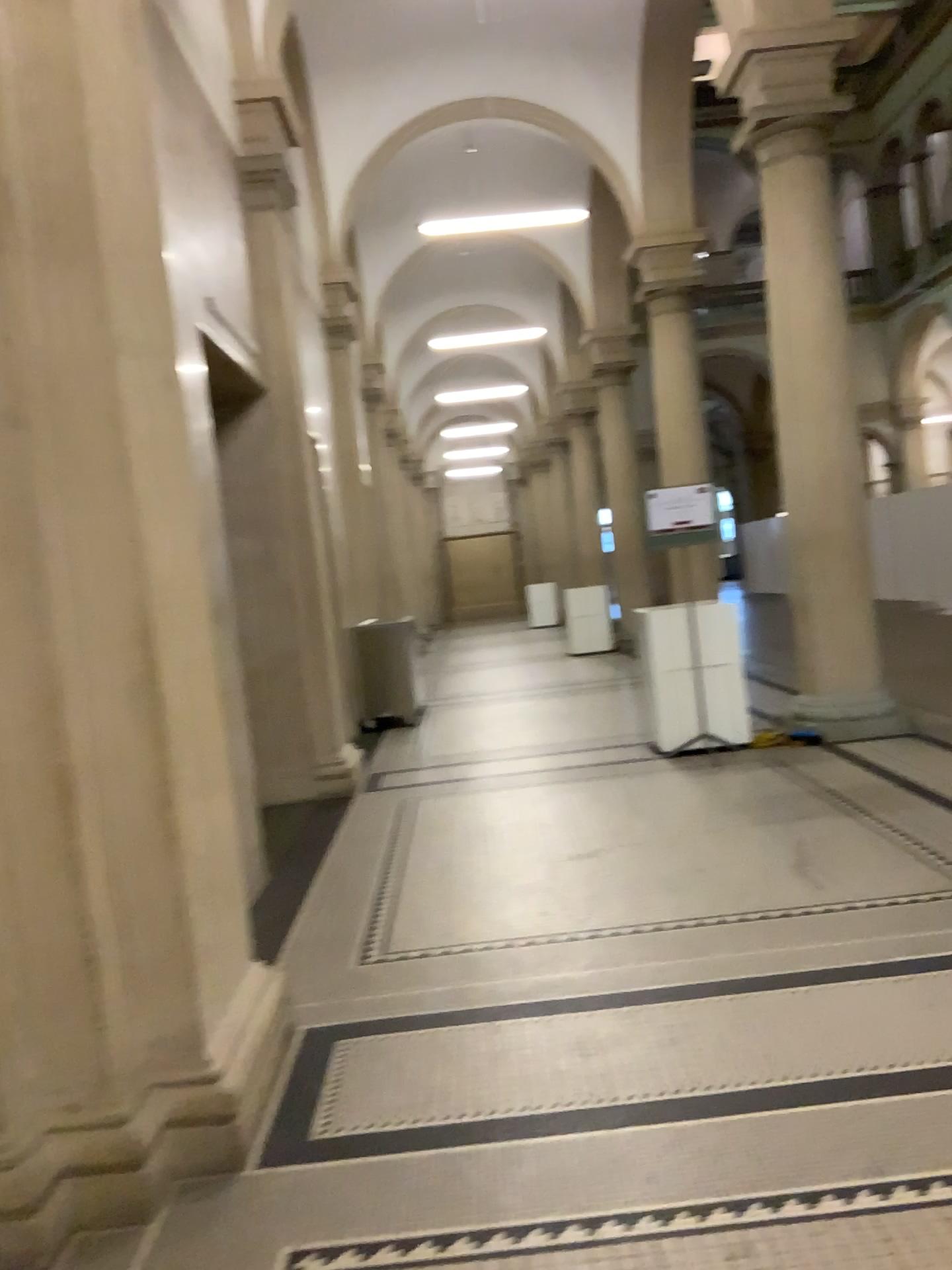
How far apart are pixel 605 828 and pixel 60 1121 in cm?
333

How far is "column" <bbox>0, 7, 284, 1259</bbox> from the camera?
2.45m

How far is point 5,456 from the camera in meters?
2.4 m
